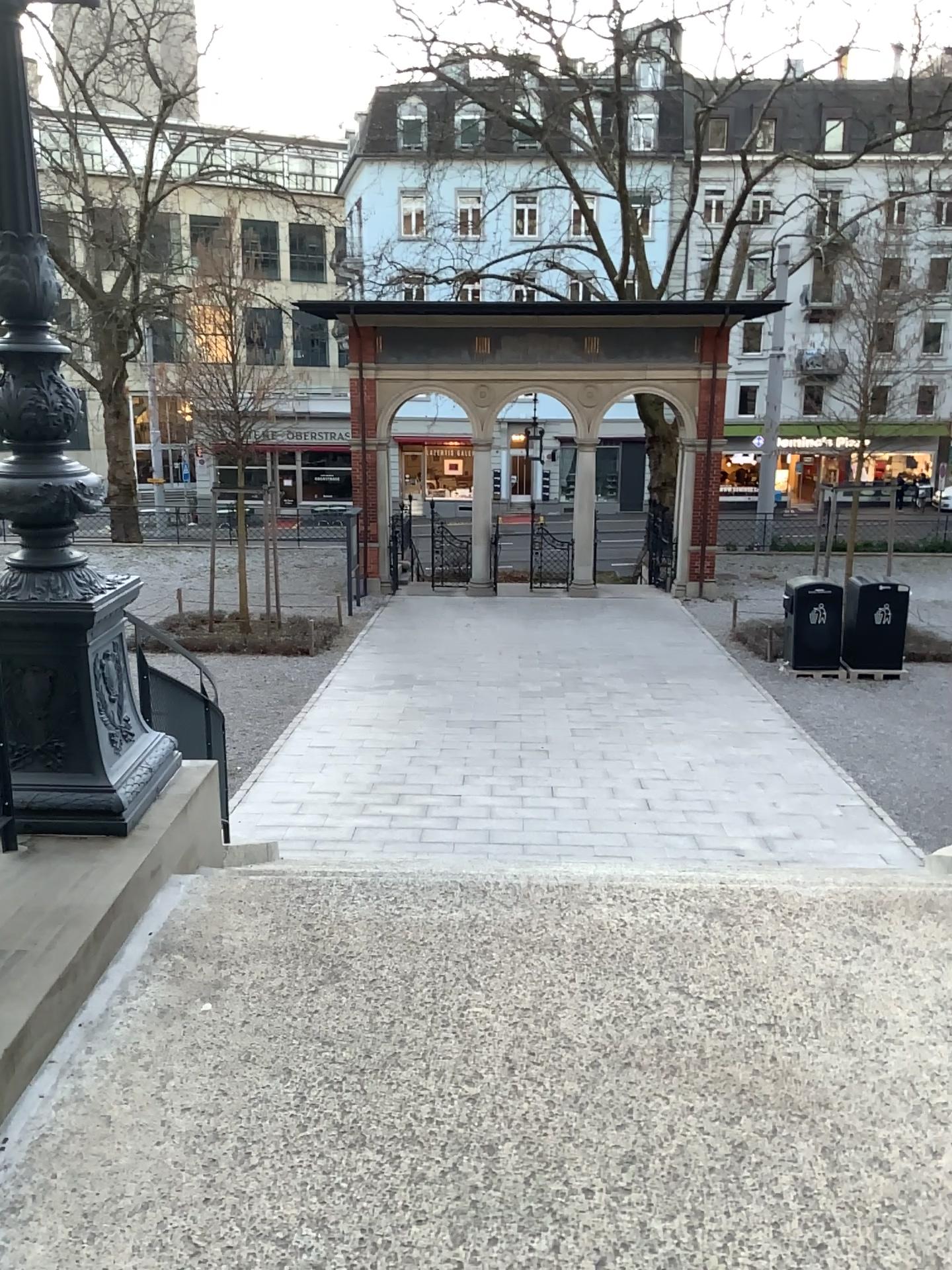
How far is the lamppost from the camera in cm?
334

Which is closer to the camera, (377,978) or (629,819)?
(377,978)

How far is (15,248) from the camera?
3.34m
